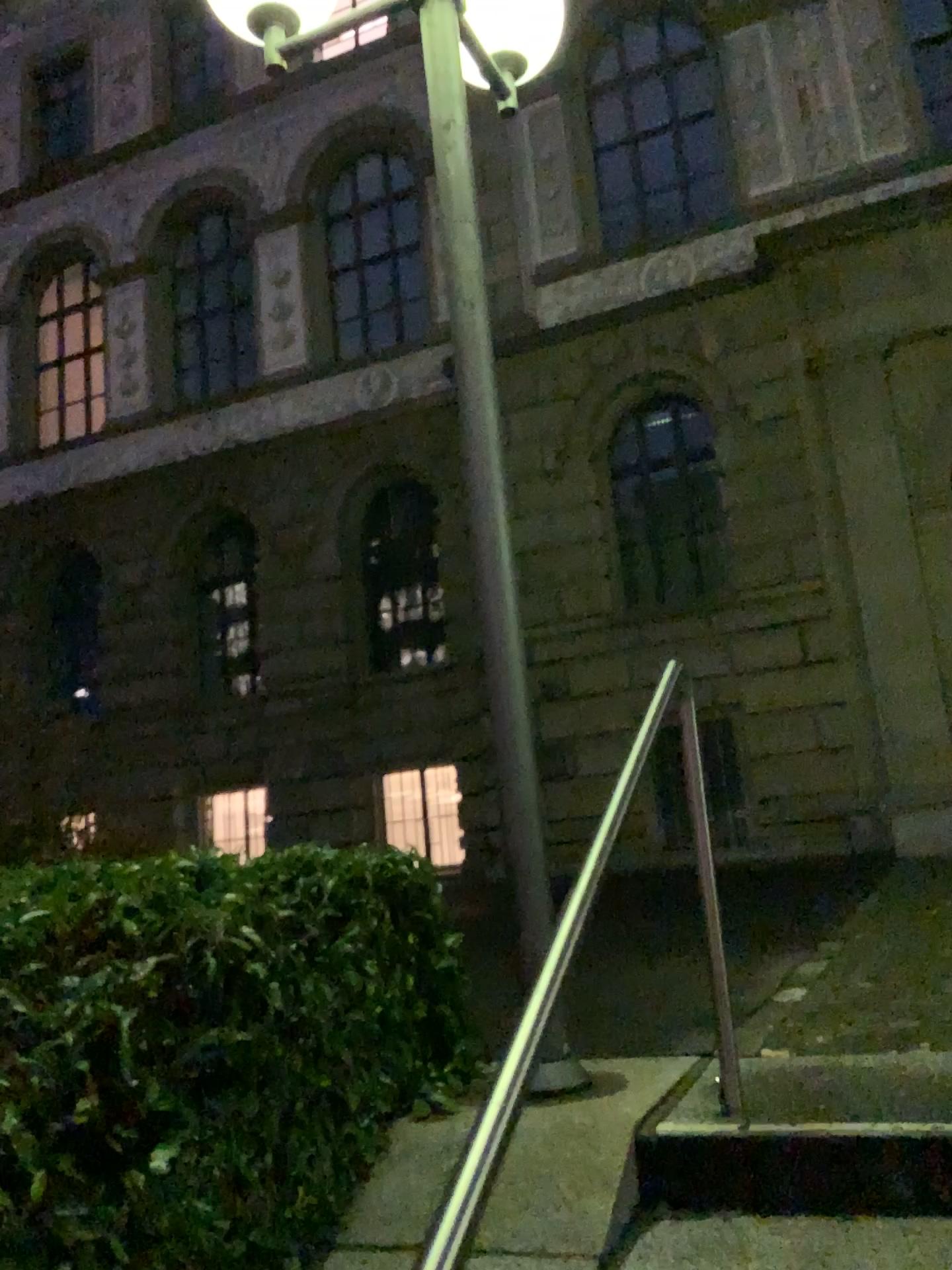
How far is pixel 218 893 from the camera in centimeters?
246cm
